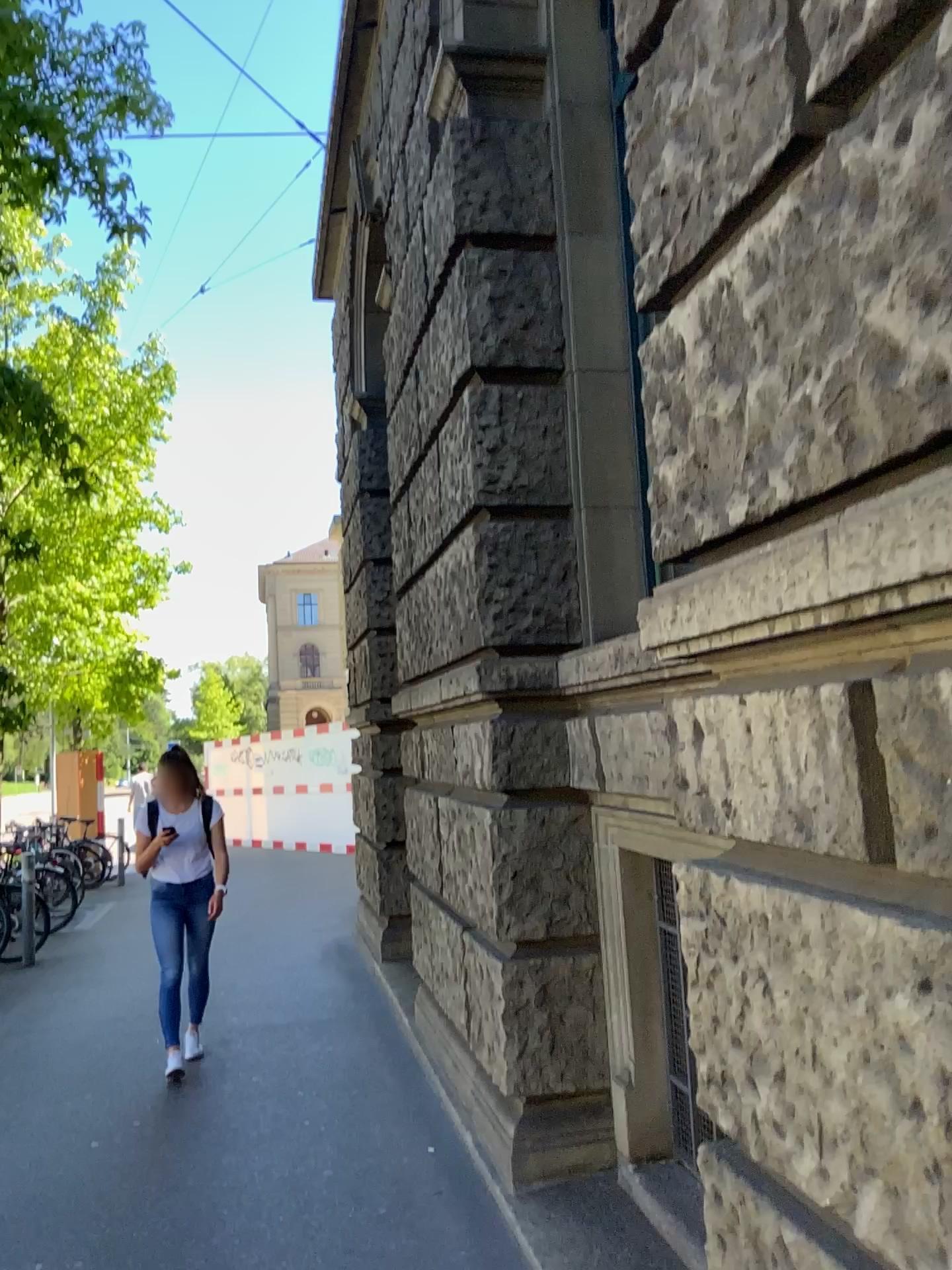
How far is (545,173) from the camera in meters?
3.9 m
